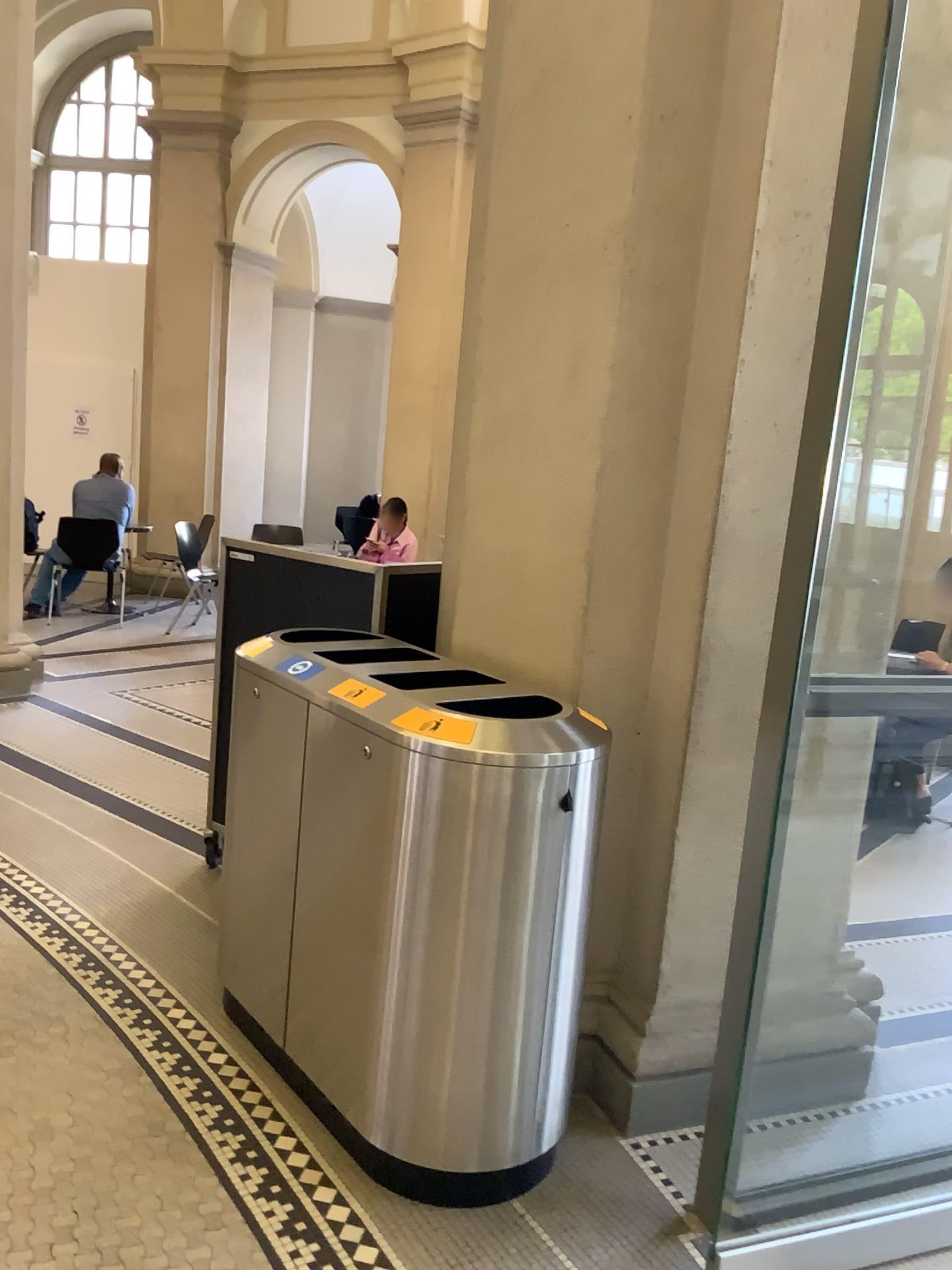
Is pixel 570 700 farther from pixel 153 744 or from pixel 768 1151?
pixel 153 744

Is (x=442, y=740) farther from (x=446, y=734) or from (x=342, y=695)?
(x=342, y=695)

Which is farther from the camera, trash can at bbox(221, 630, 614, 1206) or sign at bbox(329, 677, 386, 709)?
sign at bbox(329, 677, 386, 709)

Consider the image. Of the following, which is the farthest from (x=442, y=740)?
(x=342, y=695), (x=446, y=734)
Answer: (x=342, y=695)

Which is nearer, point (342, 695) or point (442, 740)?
point (442, 740)
